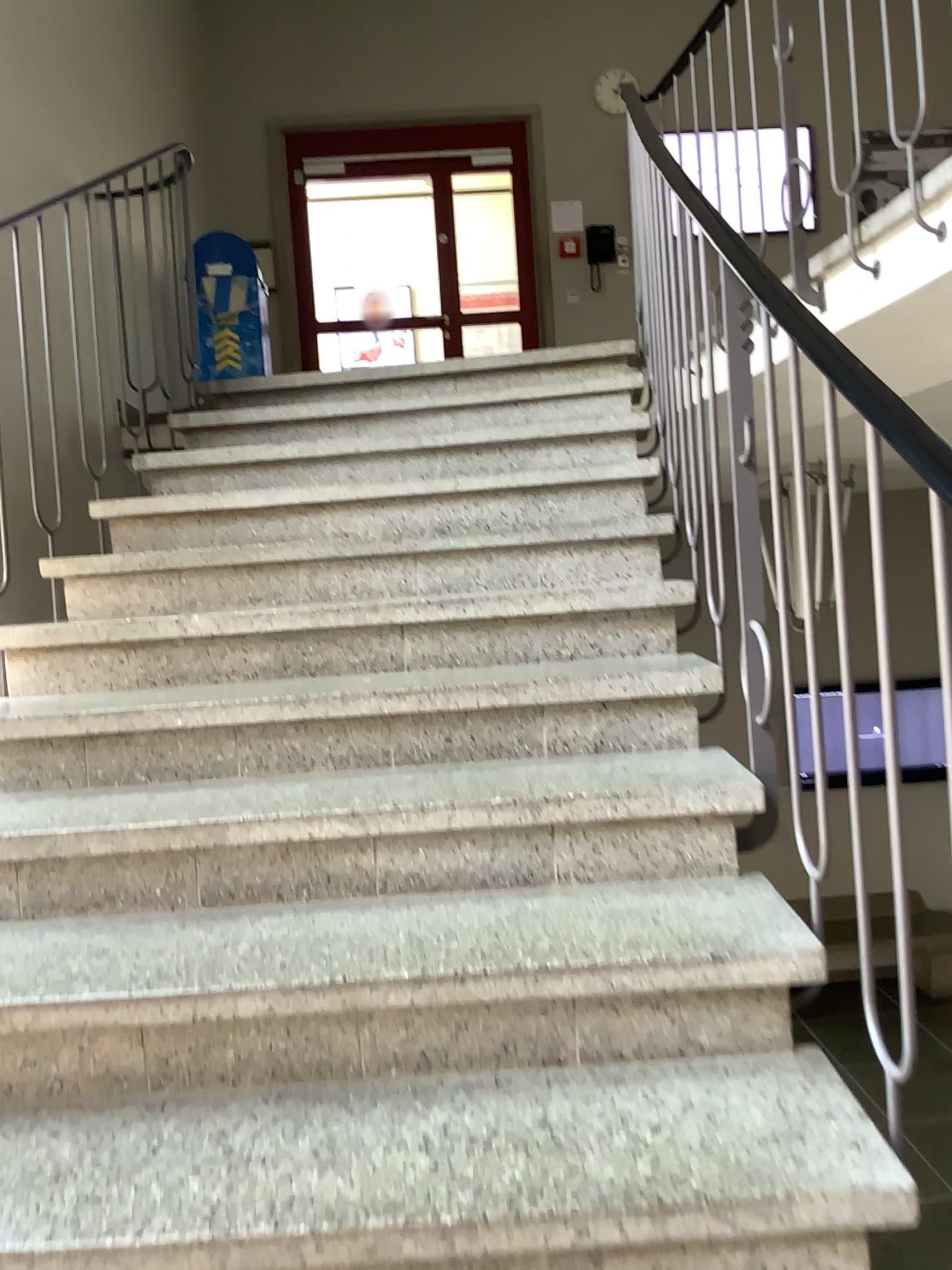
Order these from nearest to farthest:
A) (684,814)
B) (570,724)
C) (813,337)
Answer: (813,337) → (684,814) → (570,724)
